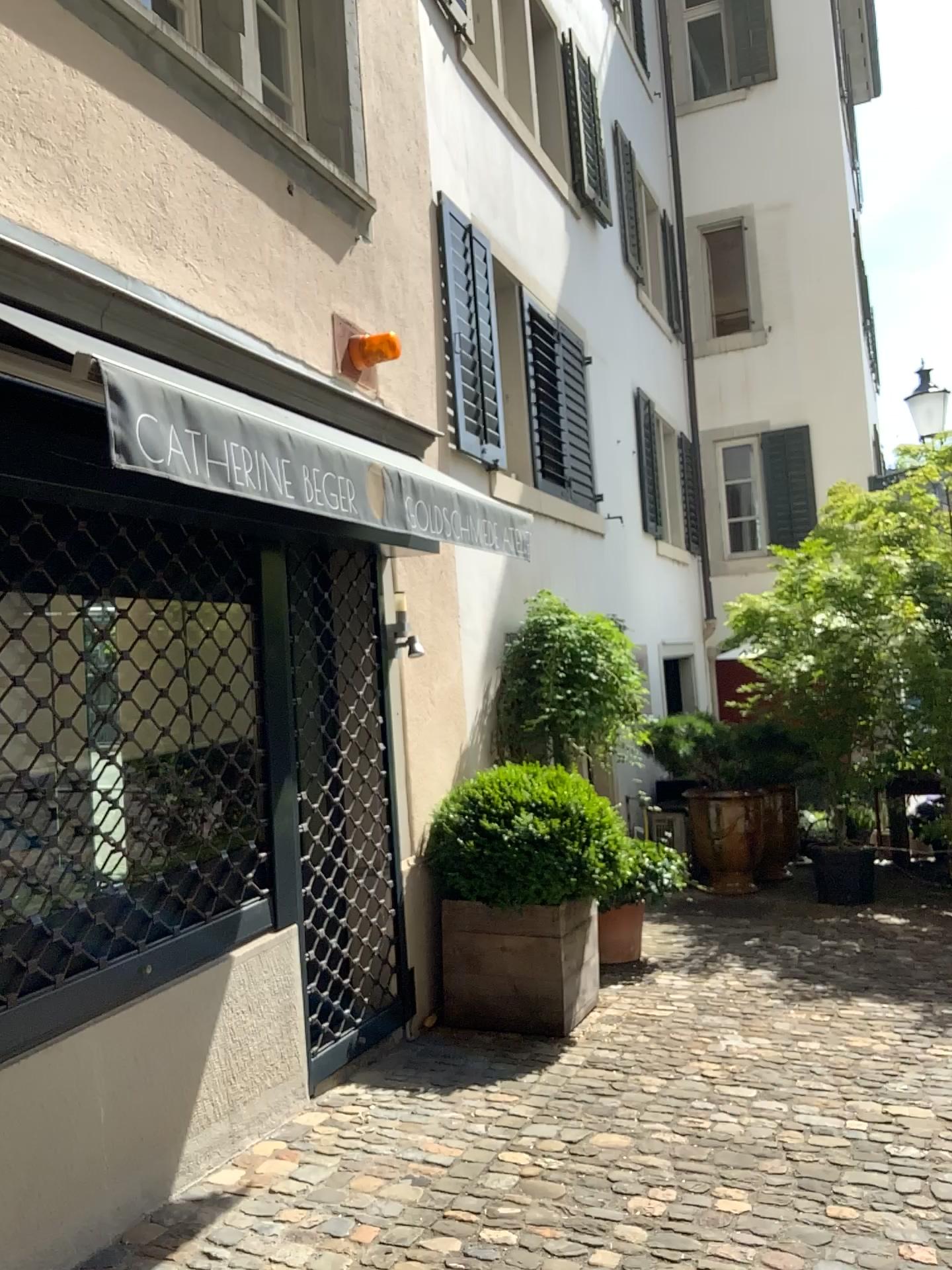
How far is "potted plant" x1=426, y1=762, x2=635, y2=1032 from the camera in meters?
4.6 m

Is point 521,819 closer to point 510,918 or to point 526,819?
point 526,819

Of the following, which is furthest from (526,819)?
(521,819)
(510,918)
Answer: (510,918)

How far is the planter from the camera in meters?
4.6 m

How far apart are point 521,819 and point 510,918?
0.4m

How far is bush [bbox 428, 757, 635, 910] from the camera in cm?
461

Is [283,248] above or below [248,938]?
above
